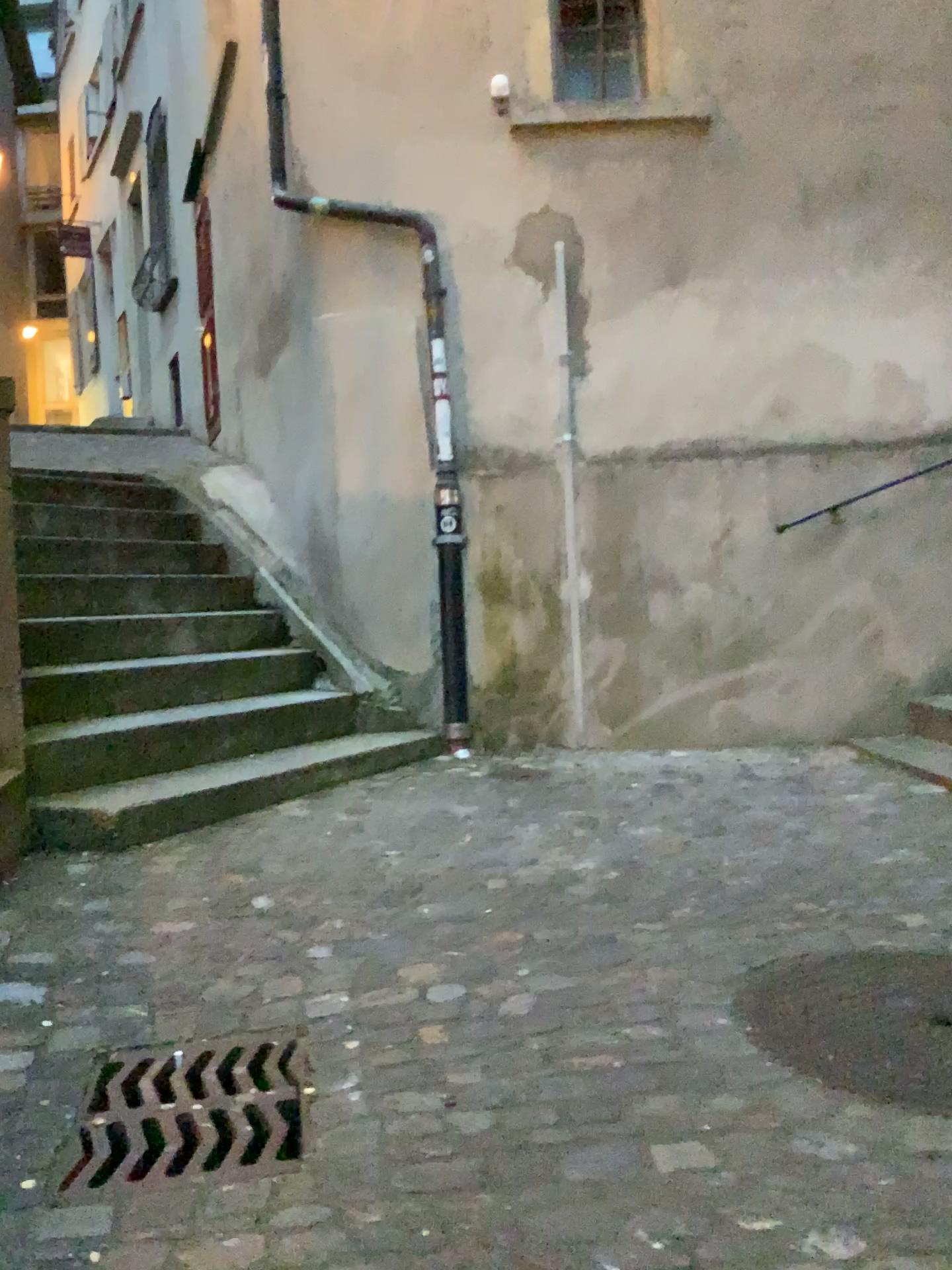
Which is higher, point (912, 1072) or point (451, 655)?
point (451, 655)

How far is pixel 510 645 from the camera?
4.7m

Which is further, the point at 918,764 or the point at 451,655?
the point at 451,655

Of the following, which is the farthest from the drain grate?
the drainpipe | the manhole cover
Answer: the drainpipe

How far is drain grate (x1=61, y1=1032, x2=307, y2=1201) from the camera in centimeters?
157cm

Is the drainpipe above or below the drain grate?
above

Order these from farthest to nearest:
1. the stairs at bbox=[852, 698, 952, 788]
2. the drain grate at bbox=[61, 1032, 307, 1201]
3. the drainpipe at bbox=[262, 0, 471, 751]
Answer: the drainpipe at bbox=[262, 0, 471, 751] → the stairs at bbox=[852, 698, 952, 788] → the drain grate at bbox=[61, 1032, 307, 1201]

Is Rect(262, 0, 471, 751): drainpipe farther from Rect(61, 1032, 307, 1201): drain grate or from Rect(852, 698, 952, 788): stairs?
Rect(61, 1032, 307, 1201): drain grate

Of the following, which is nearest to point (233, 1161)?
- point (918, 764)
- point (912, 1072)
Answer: point (912, 1072)

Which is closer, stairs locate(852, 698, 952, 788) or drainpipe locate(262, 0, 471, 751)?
stairs locate(852, 698, 952, 788)
